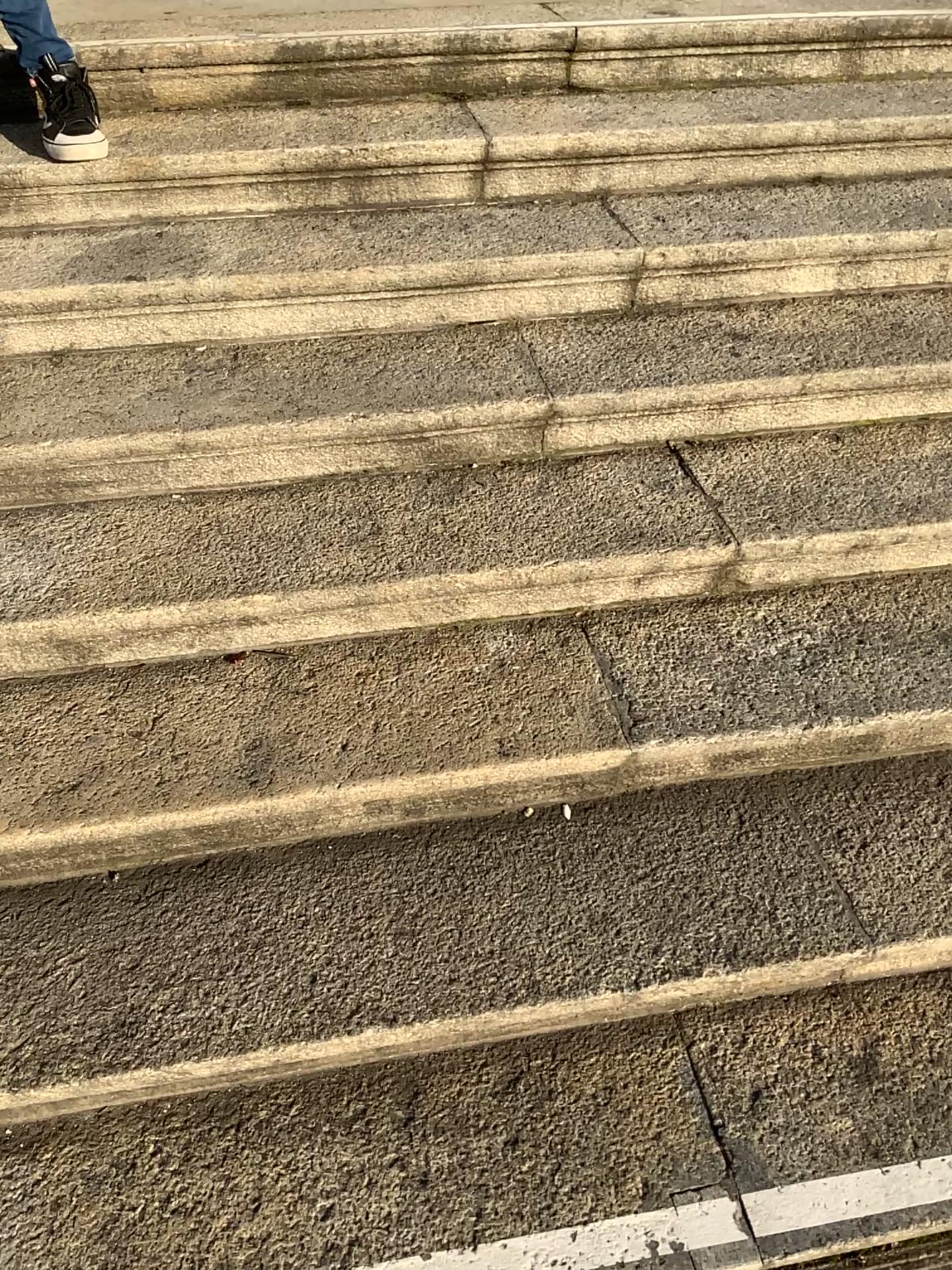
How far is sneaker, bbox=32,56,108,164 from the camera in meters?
2.1

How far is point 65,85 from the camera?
2.1 meters

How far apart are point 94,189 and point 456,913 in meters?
1.7
